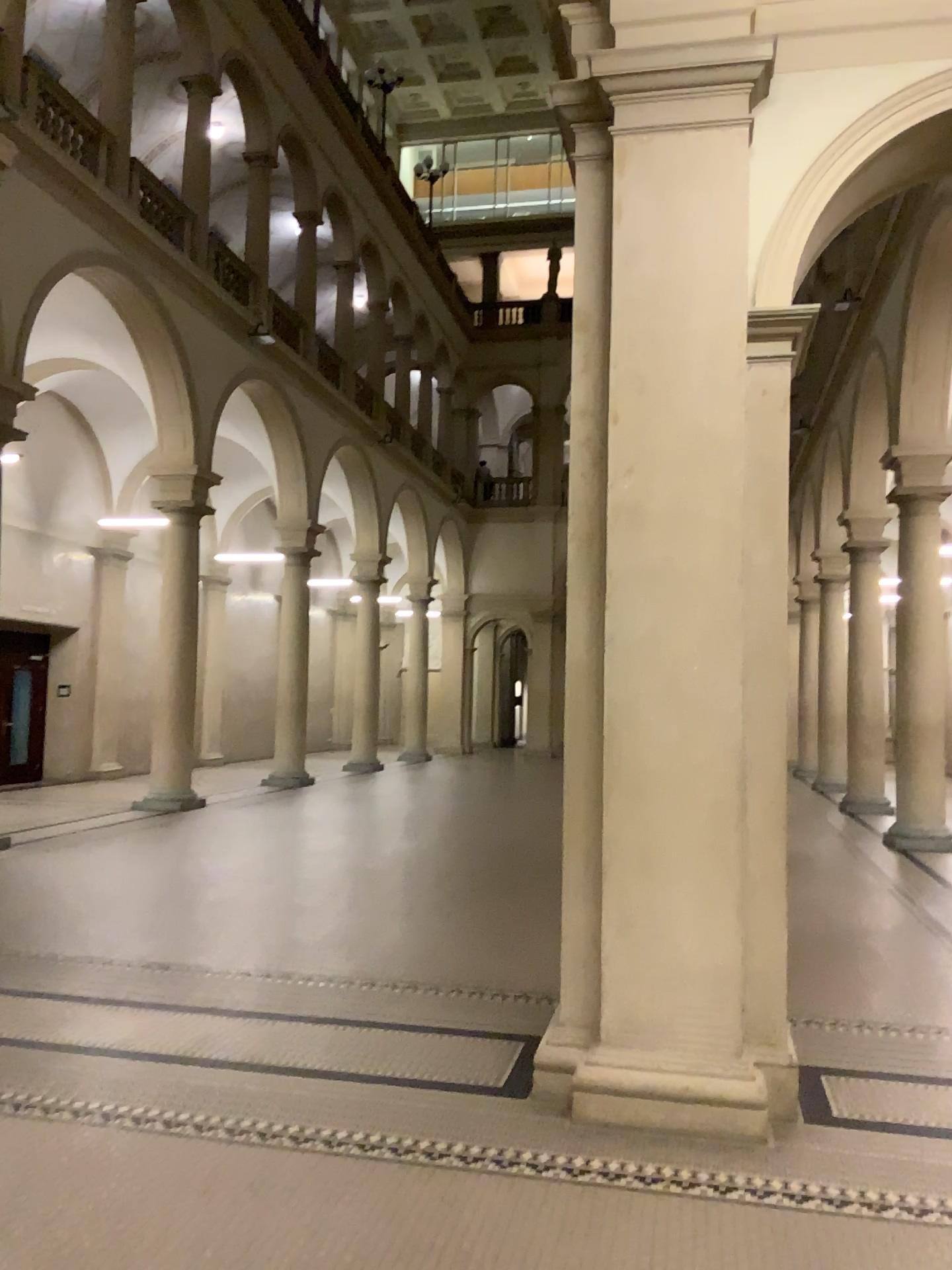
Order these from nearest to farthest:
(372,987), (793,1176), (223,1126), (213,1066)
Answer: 1. (793,1176)
2. (223,1126)
3. (213,1066)
4. (372,987)
